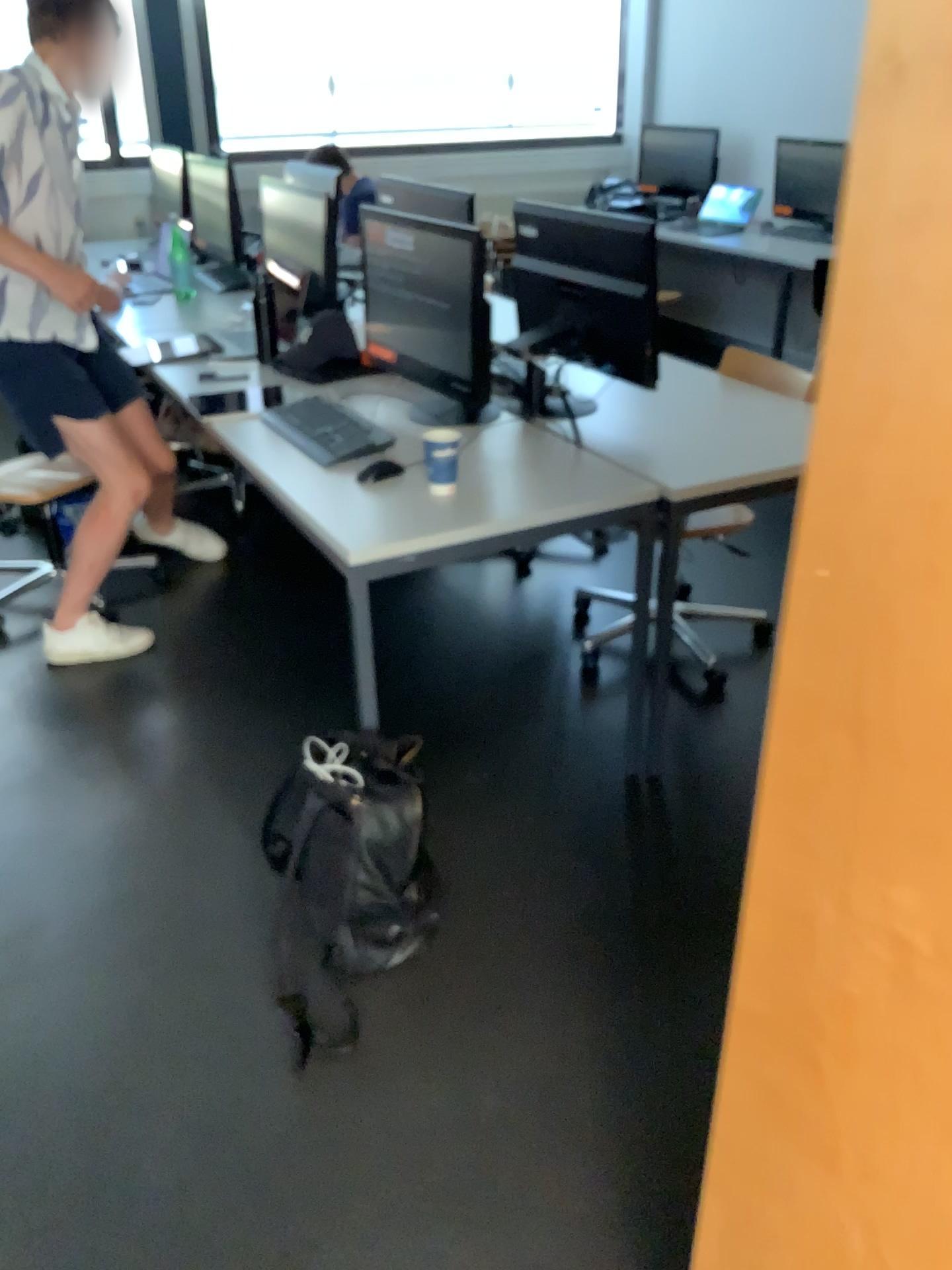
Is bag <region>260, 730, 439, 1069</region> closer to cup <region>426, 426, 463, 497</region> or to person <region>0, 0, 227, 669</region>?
cup <region>426, 426, 463, 497</region>

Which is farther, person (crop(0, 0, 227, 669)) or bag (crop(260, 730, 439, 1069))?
person (crop(0, 0, 227, 669))

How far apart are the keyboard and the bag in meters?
0.7 m

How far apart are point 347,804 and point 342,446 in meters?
0.9

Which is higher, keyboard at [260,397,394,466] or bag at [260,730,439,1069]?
keyboard at [260,397,394,466]

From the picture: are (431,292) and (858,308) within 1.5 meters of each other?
no

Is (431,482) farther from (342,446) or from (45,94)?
(45,94)

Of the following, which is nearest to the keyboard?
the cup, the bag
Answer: the cup

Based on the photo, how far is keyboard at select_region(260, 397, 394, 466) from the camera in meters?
2.5

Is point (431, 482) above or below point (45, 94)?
below
